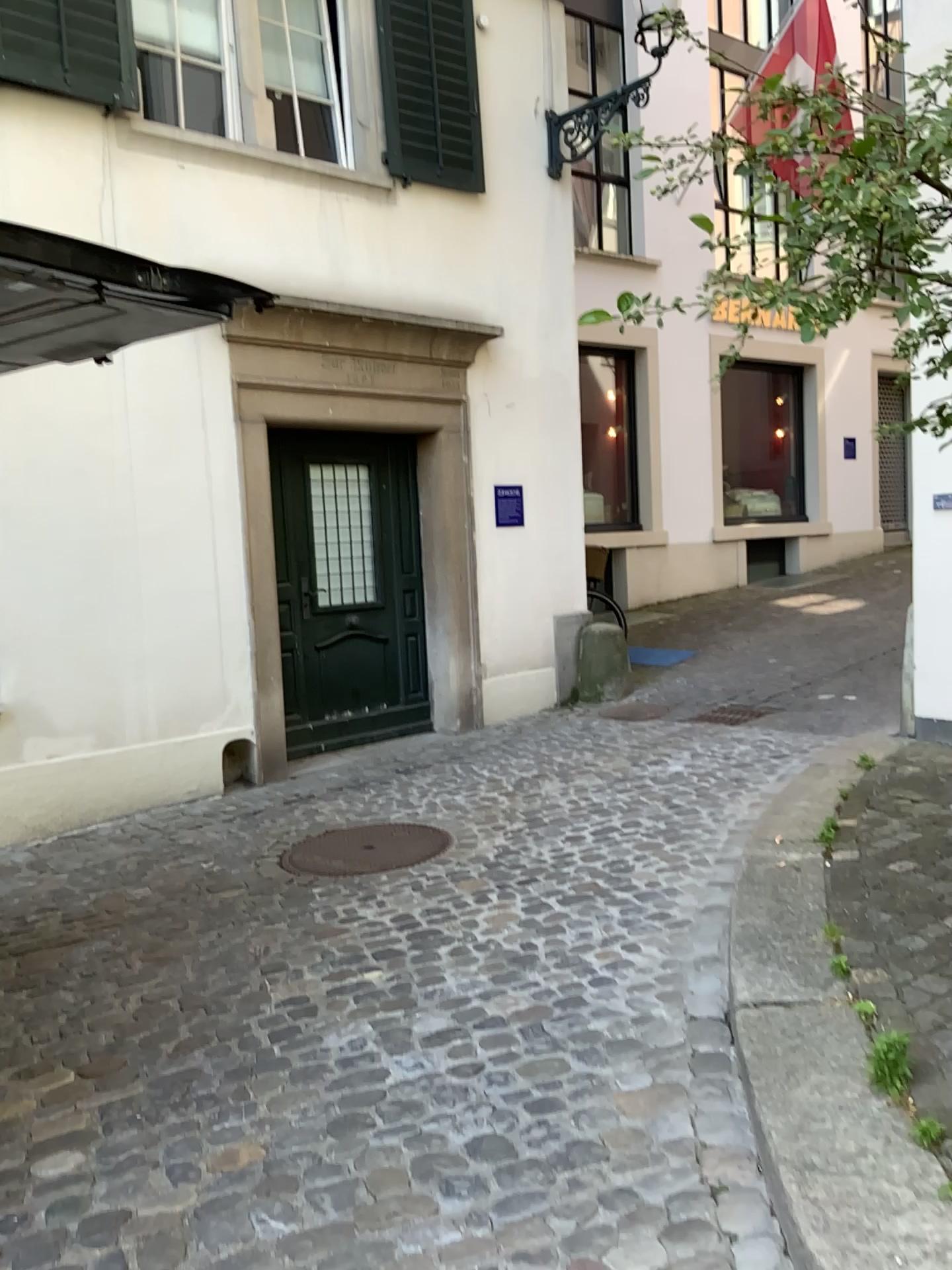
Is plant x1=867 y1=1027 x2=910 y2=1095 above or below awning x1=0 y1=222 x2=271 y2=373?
below

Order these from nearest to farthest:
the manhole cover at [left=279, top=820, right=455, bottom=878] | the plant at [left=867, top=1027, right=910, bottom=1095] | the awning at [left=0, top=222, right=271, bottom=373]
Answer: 1. the plant at [left=867, top=1027, right=910, bottom=1095]
2. the awning at [left=0, top=222, right=271, bottom=373]
3. the manhole cover at [left=279, top=820, right=455, bottom=878]

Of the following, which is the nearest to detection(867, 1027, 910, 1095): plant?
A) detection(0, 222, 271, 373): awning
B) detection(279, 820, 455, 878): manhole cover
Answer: detection(279, 820, 455, 878): manhole cover

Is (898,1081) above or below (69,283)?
below

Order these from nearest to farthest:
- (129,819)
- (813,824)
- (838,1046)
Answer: (838,1046) < (813,824) < (129,819)

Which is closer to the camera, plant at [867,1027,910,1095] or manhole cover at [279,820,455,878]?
plant at [867,1027,910,1095]

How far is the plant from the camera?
2.3m

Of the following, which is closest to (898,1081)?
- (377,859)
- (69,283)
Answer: (377,859)

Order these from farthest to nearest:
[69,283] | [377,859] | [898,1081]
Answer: [377,859] < [69,283] < [898,1081]

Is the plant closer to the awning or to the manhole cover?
the manhole cover
